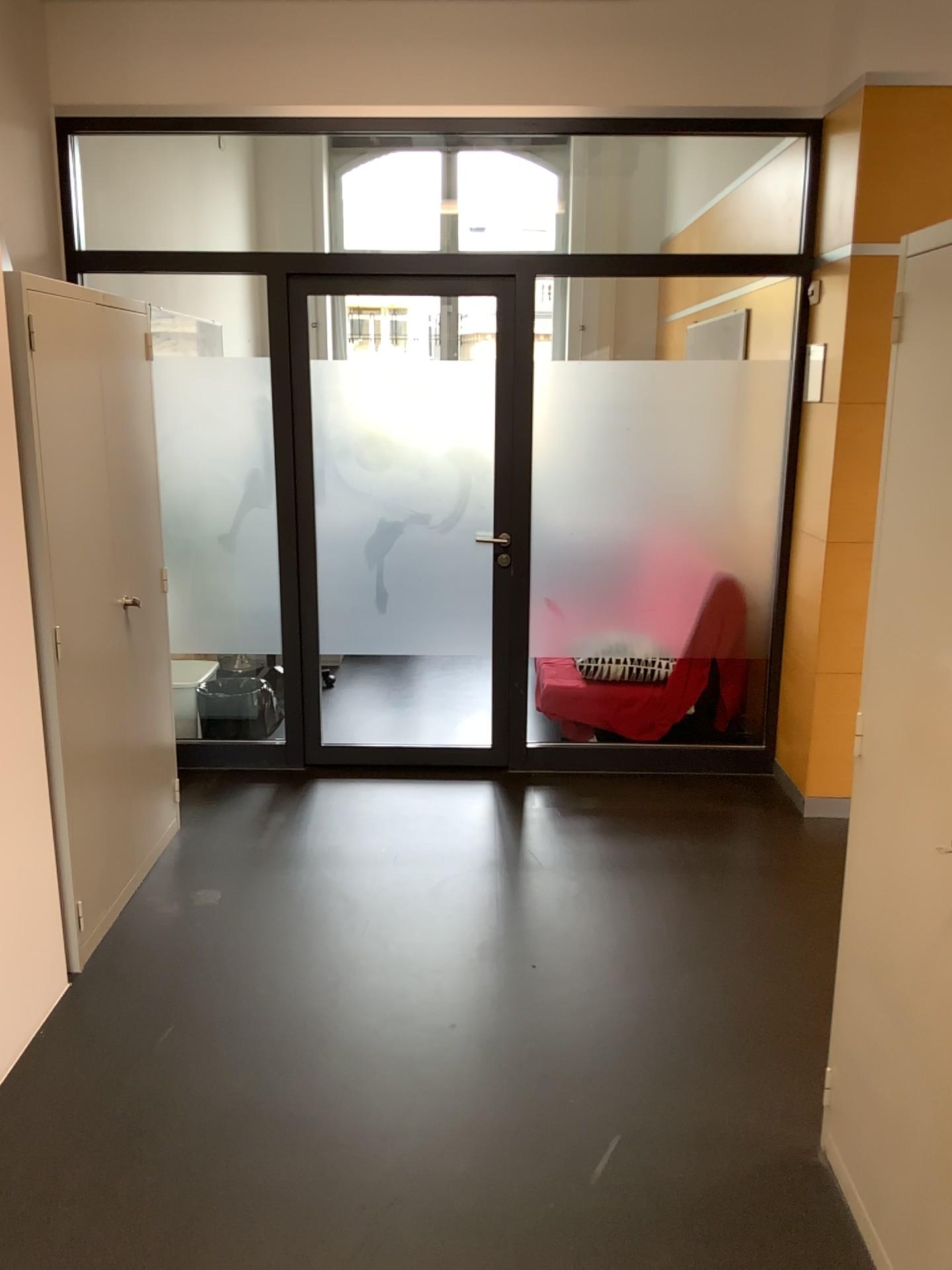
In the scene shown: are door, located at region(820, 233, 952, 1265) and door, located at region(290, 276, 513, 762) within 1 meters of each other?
no

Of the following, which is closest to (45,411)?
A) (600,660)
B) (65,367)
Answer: (65,367)

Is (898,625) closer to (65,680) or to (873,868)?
(873,868)

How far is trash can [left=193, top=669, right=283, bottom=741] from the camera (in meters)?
4.69

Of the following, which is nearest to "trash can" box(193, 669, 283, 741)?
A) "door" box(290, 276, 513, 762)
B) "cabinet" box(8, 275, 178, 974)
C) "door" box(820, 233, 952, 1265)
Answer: "door" box(290, 276, 513, 762)

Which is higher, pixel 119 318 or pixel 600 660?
pixel 119 318

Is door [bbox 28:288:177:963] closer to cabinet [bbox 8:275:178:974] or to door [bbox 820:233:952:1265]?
cabinet [bbox 8:275:178:974]

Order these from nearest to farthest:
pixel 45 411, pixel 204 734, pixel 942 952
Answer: pixel 942 952
pixel 45 411
pixel 204 734

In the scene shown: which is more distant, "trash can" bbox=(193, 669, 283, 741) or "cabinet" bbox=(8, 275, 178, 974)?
"trash can" bbox=(193, 669, 283, 741)

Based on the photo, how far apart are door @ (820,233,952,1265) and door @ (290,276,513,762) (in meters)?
2.43
